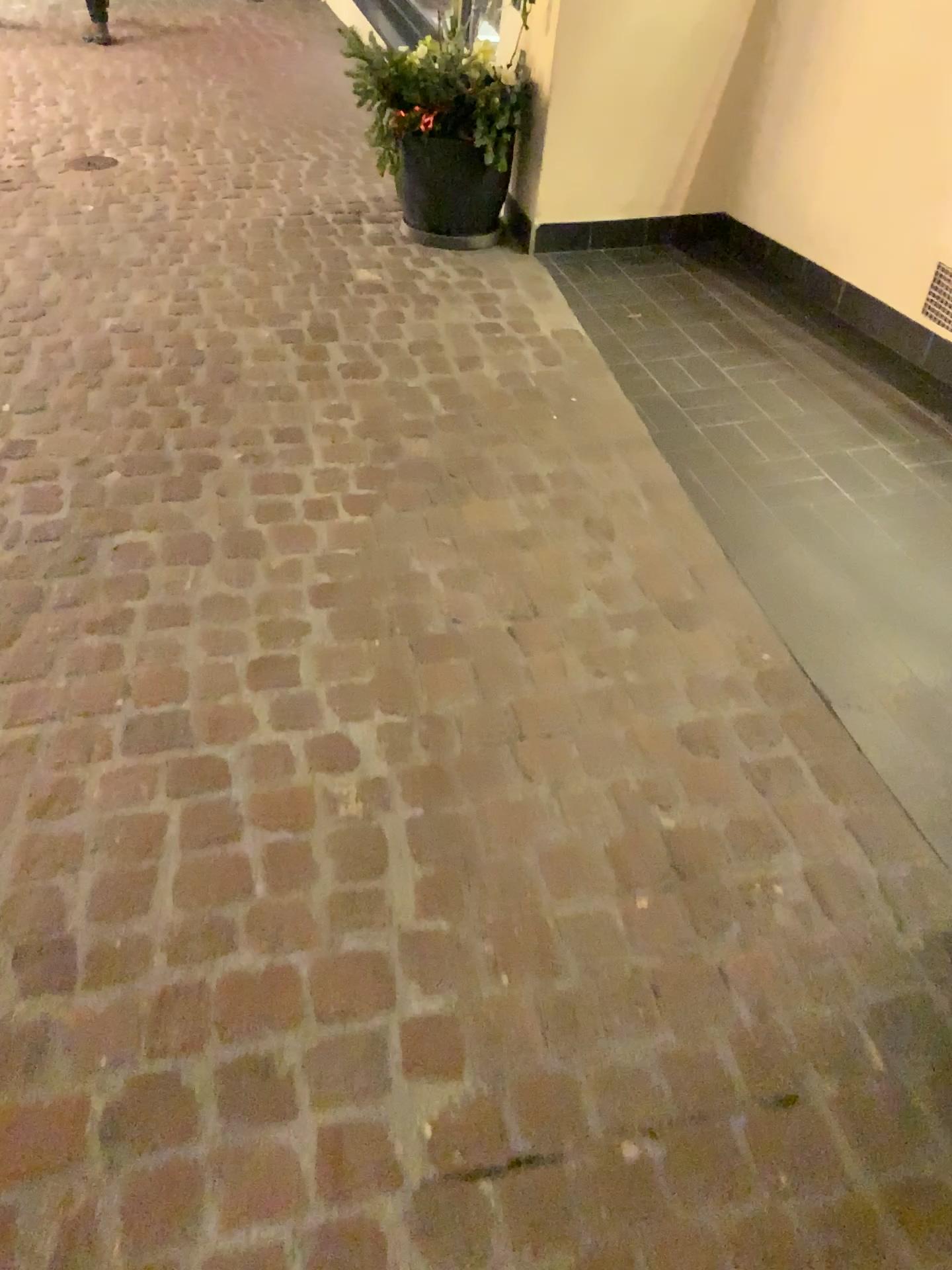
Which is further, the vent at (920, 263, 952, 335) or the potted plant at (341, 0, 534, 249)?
the potted plant at (341, 0, 534, 249)

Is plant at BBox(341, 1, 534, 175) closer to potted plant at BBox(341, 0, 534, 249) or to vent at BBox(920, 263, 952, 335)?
potted plant at BBox(341, 0, 534, 249)

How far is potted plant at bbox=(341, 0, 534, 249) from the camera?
3.4 meters

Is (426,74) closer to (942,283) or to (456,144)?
(456,144)

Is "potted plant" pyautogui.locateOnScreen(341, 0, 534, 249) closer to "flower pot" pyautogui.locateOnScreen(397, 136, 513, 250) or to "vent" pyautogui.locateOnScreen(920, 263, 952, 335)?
"flower pot" pyautogui.locateOnScreen(397, 136, 513, 250)

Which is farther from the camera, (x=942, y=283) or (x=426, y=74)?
(x=426, y=74)

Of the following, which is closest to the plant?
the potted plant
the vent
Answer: the potted plant

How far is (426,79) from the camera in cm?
344

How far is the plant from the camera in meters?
3.4

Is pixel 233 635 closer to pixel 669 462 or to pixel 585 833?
pixel 585 833
